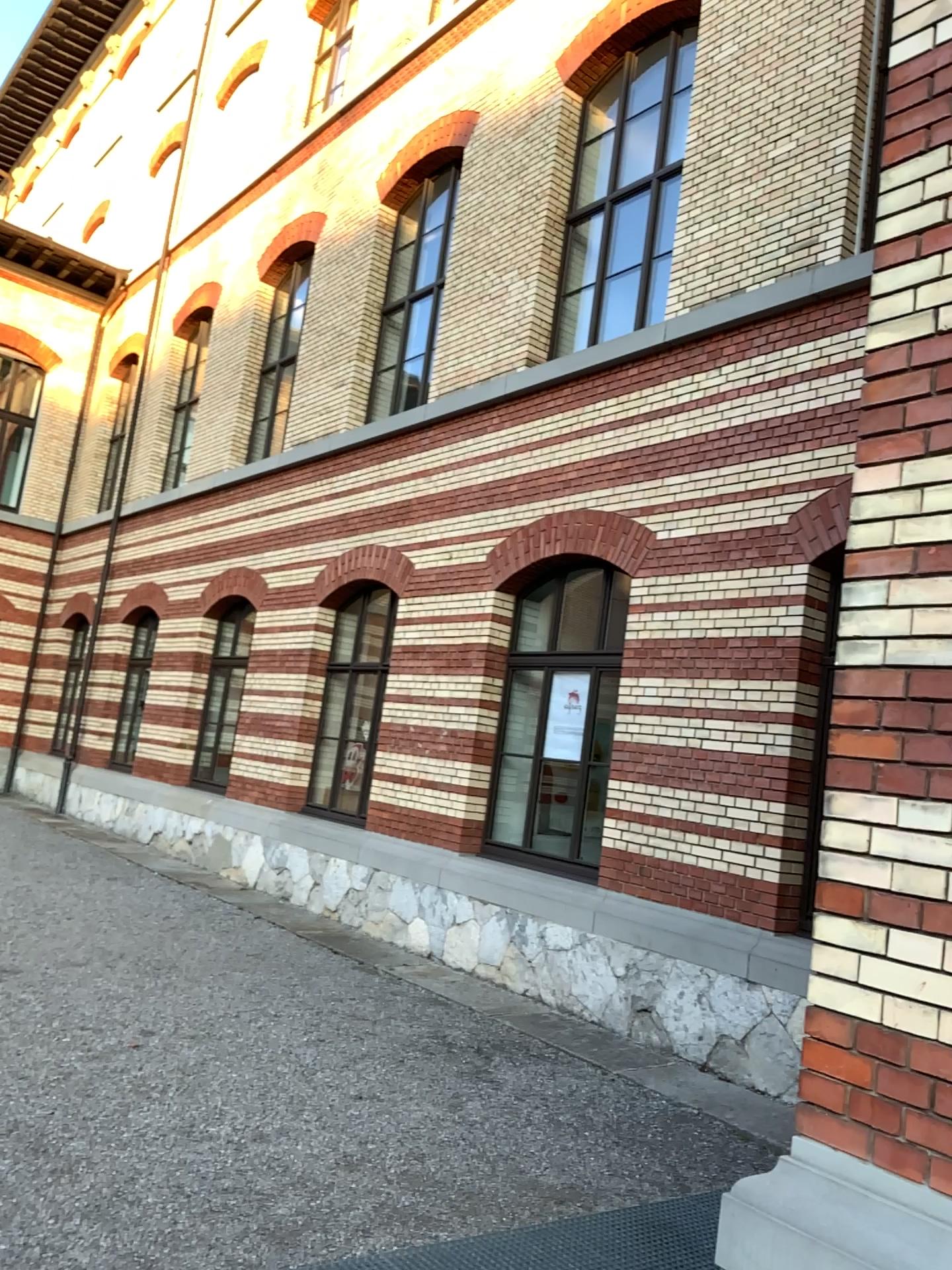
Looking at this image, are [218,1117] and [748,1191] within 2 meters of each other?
no
